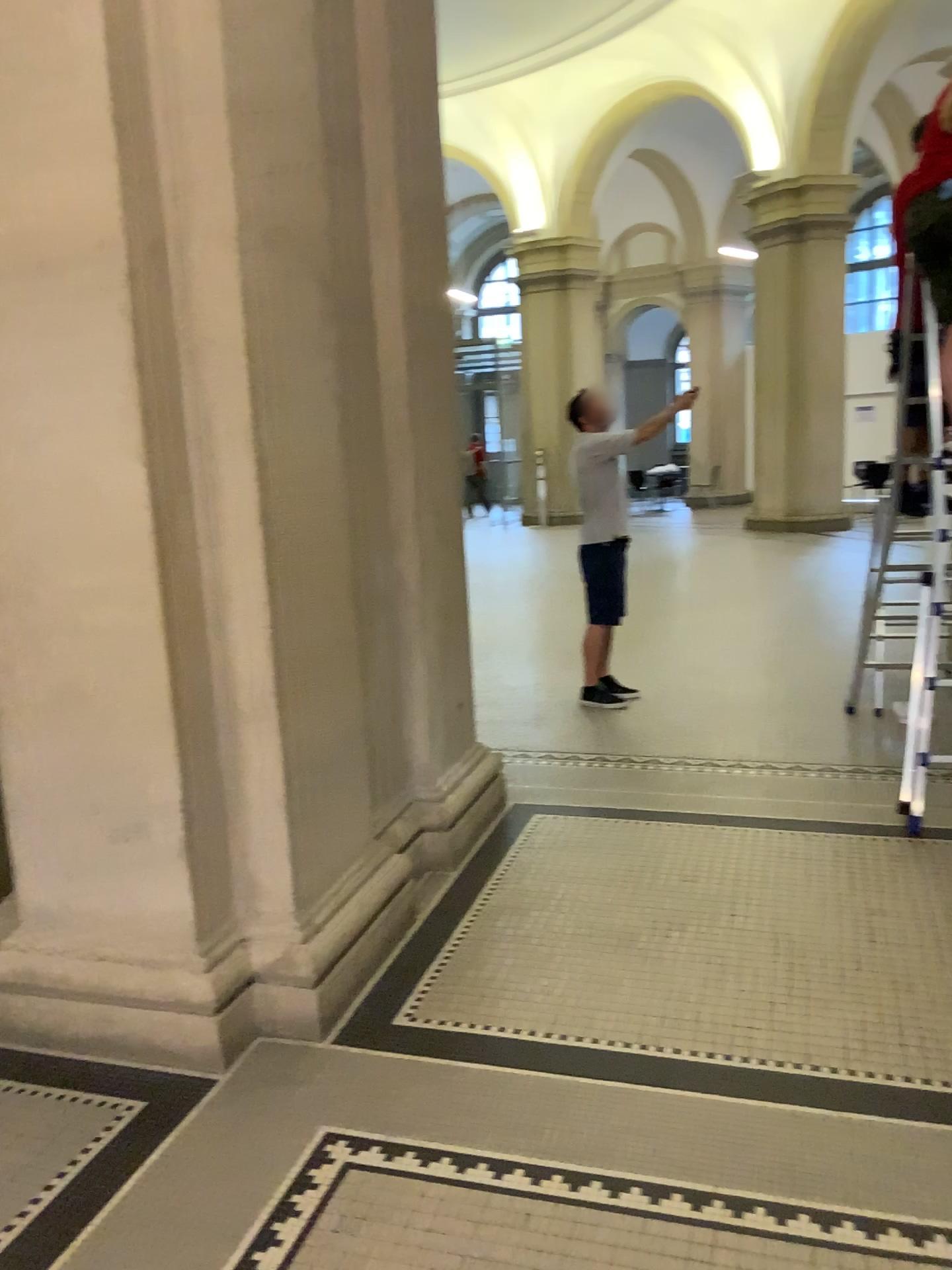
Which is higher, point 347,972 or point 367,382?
point 367,382
